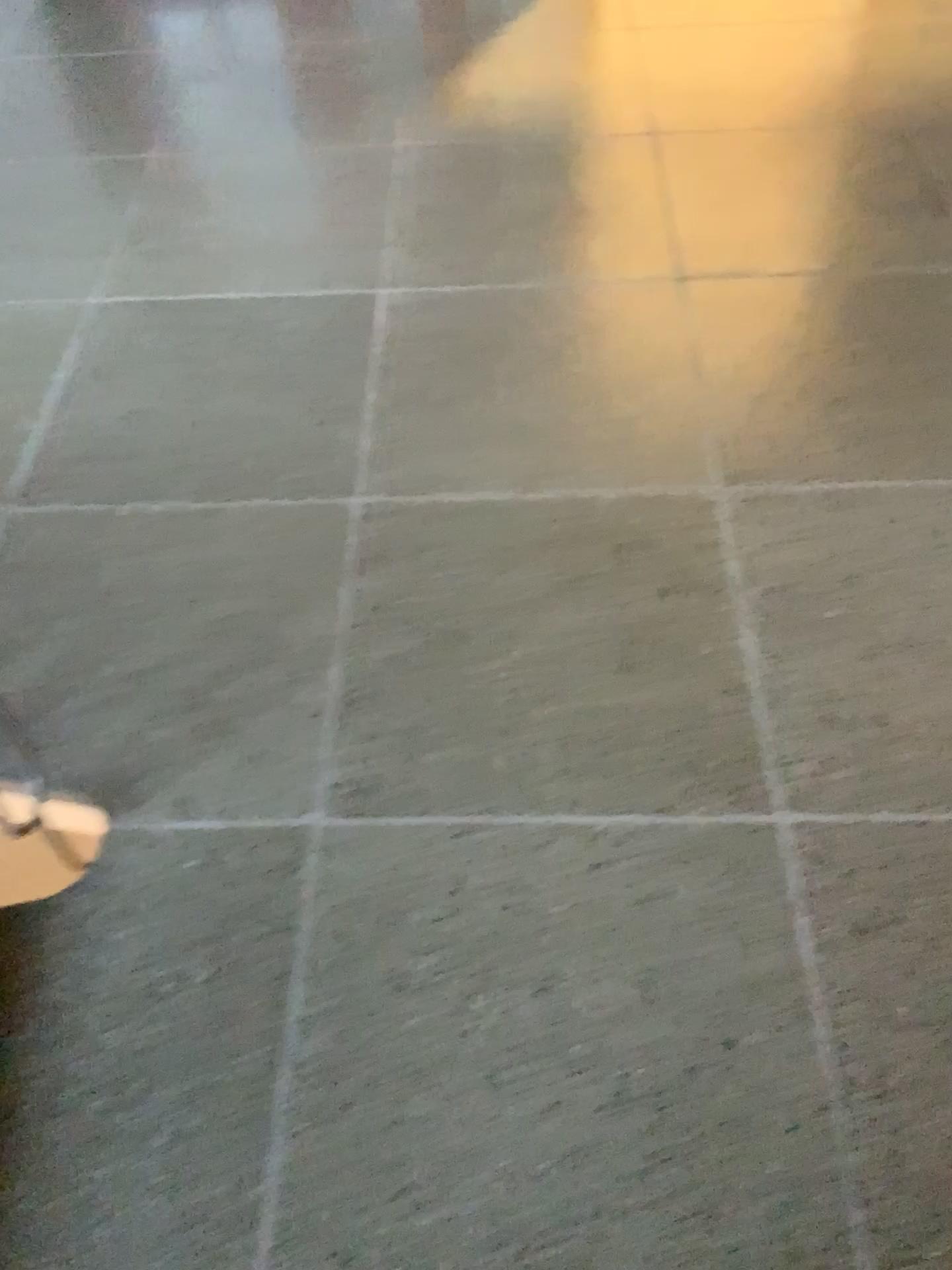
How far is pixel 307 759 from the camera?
1.6m

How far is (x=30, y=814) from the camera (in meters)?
1.40

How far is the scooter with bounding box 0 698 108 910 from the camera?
1.40m
